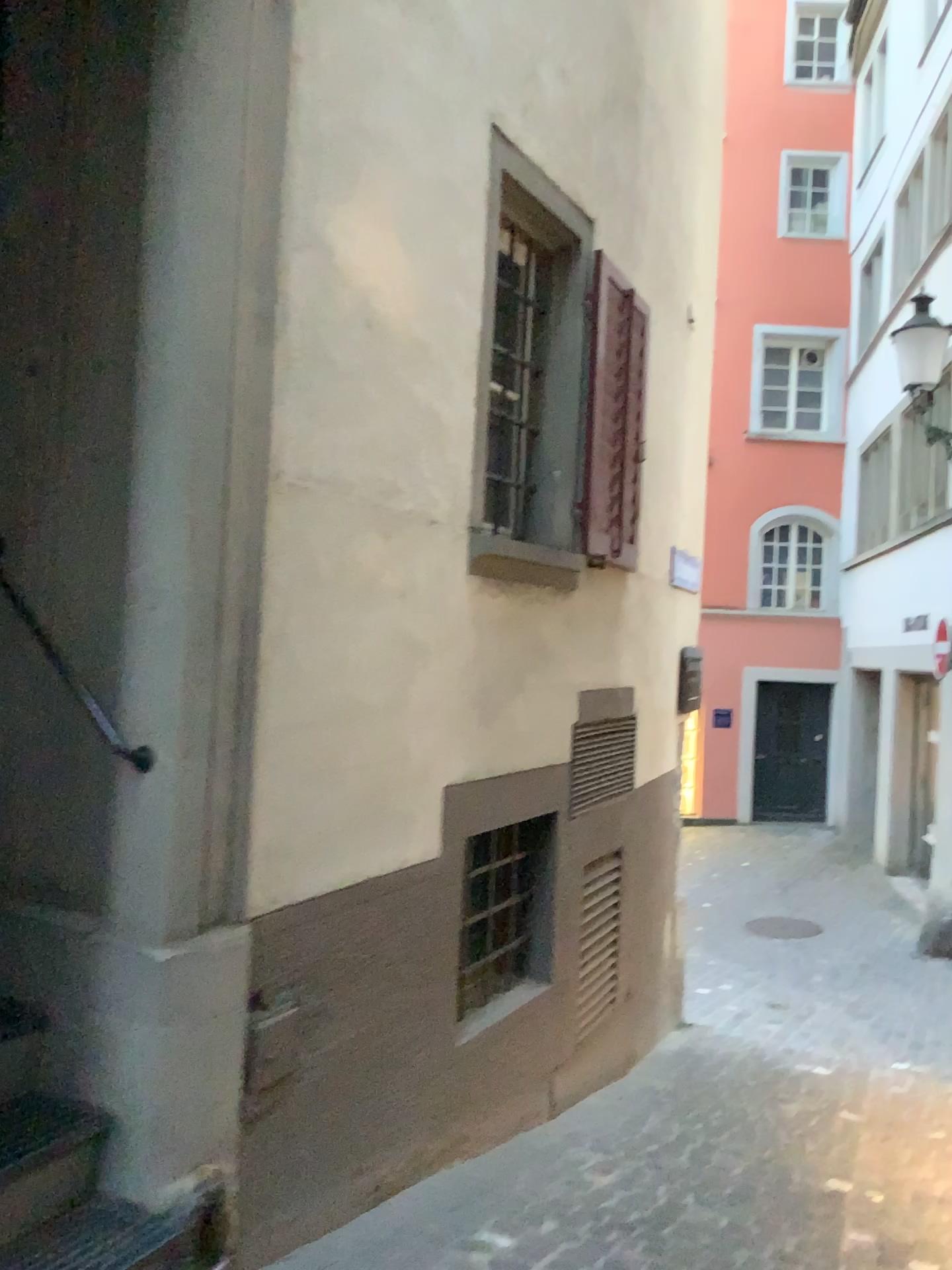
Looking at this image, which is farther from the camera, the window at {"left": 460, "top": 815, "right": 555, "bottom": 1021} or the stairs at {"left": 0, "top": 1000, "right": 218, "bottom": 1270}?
the window at {"left": 460, "top": 815, "right": 555, "bottom": 1021}

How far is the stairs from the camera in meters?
2.2 m

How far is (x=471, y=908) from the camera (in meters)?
4.20

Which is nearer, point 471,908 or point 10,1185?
point 10,1185

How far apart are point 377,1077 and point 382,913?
0.5m

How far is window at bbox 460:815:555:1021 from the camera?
4.2m

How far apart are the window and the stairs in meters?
1.8 m

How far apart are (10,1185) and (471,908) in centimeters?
221cm
